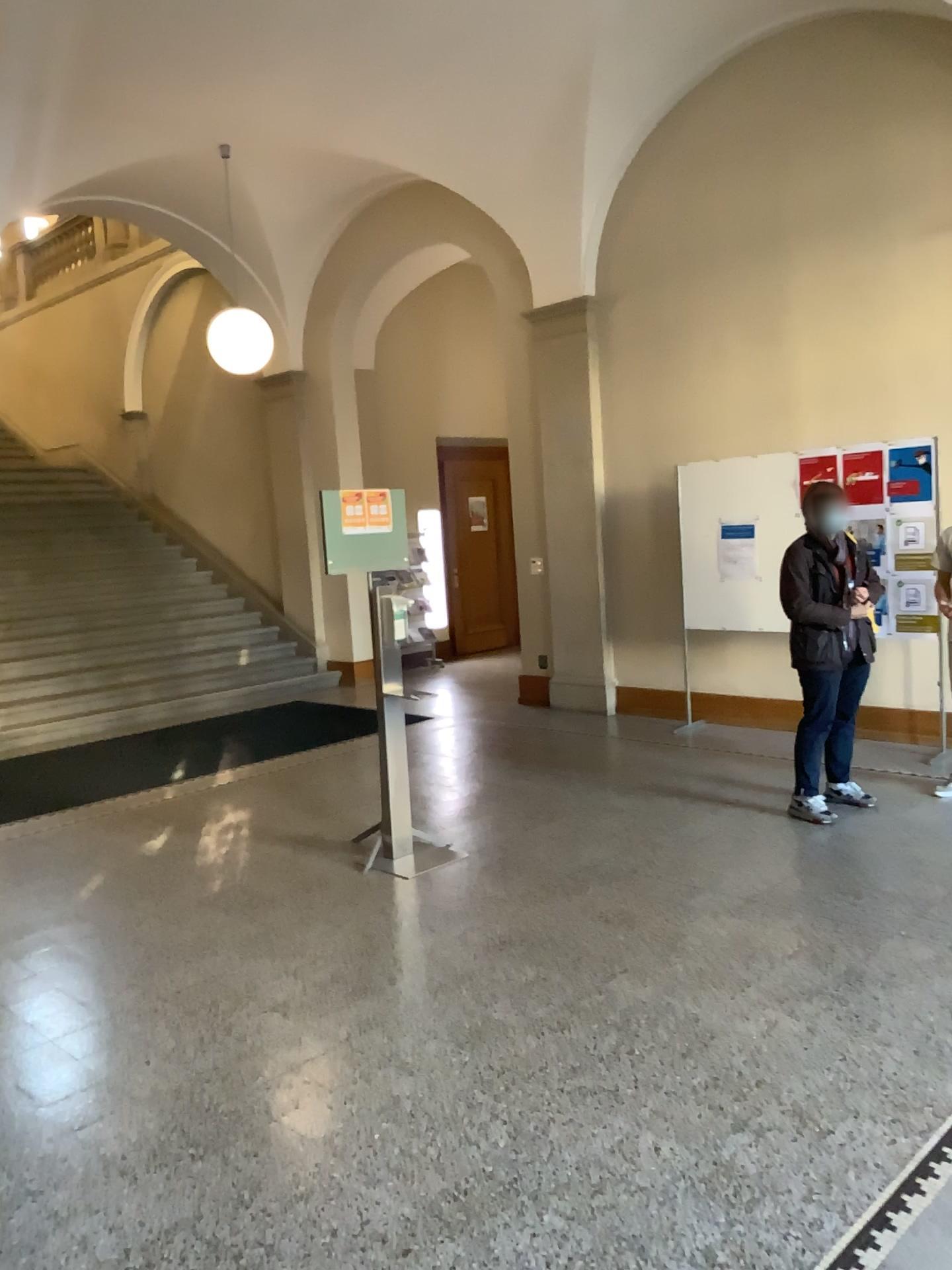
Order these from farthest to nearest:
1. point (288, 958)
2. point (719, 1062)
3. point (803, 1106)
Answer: point (288, 958) → point (719, 1062) → point (803, 1106)
